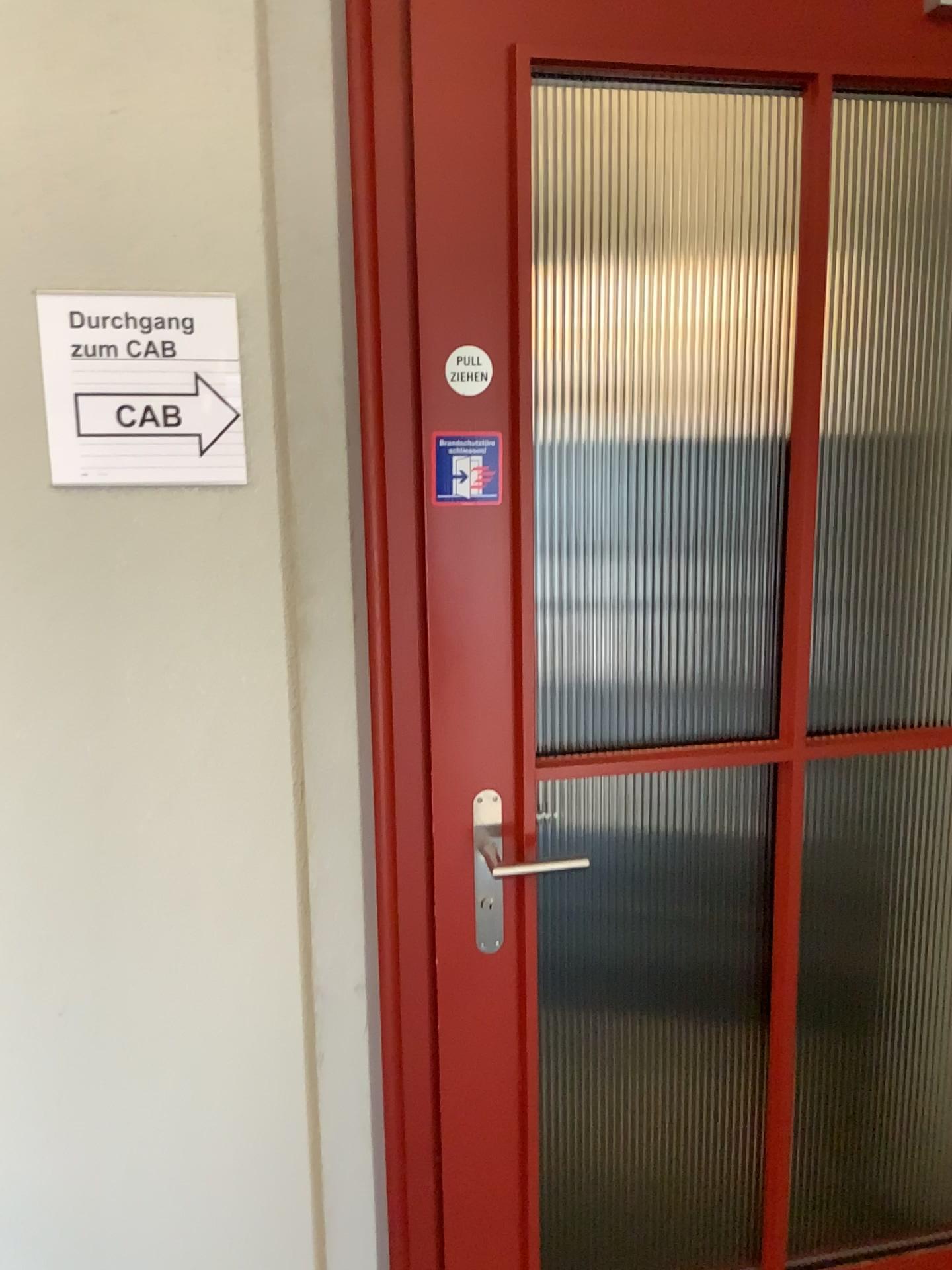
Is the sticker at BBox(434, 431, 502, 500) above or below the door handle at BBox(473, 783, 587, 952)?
above

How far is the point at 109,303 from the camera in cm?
117

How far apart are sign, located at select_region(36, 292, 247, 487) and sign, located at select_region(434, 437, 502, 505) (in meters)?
0.26

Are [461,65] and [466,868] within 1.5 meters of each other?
yes

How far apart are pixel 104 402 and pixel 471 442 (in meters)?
0.44

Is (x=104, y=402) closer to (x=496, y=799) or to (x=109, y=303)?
(x=109, y=303)

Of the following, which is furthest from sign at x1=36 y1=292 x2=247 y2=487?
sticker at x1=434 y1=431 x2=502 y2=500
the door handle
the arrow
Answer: the door handle

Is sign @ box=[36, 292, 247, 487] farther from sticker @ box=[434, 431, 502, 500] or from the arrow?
sticker @ box=[434, 431, 502, 500]

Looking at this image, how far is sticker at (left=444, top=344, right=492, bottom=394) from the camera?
1.32m

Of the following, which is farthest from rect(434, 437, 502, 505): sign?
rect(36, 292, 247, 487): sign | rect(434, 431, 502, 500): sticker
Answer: rect(36, 292, 247, 487): sign
